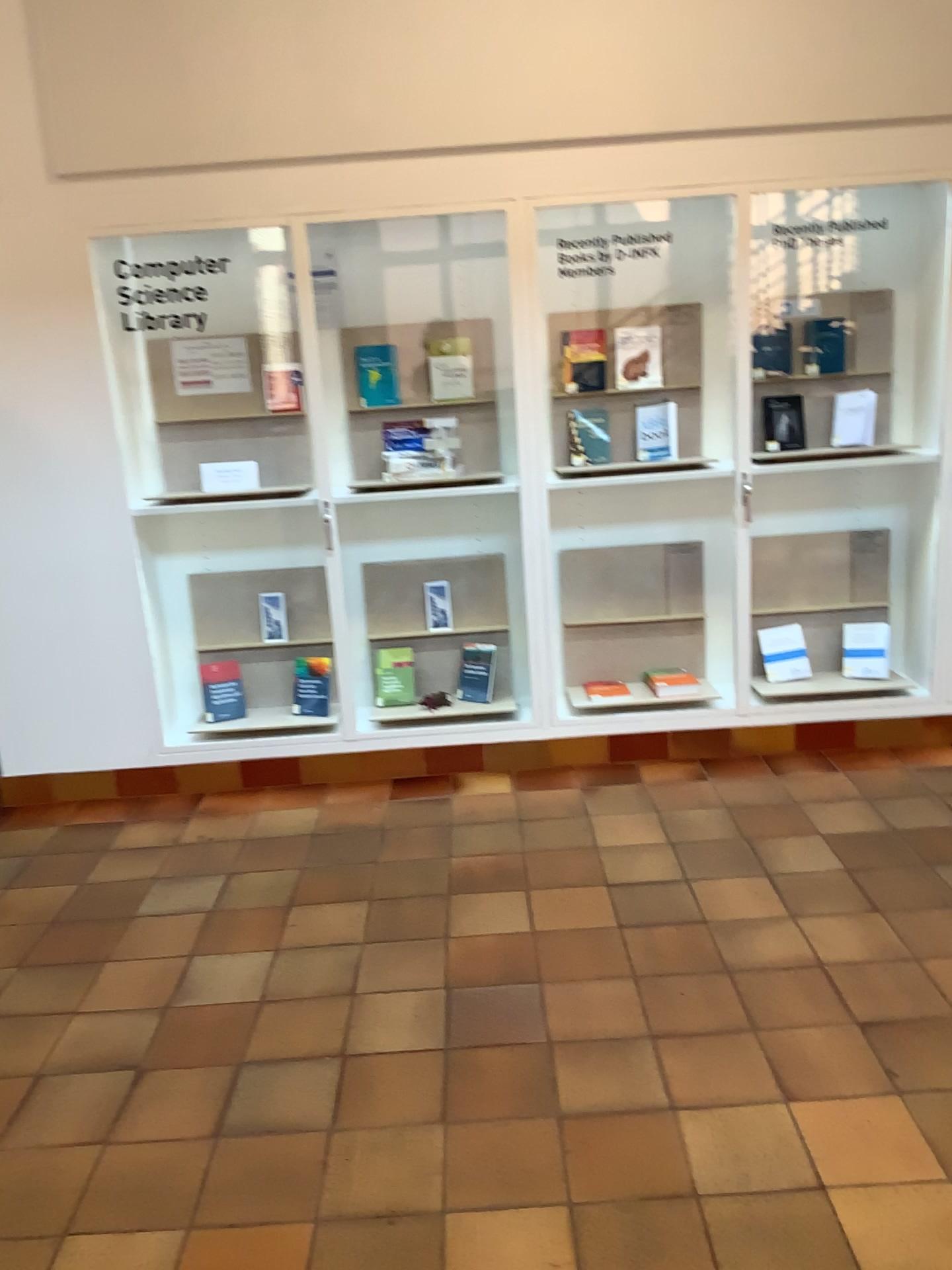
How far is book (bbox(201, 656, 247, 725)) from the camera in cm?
450

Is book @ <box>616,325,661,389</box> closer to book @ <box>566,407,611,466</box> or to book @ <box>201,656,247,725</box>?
book @ <box>566,407,611,466</box>

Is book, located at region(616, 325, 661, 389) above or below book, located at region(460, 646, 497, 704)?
above

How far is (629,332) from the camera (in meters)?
4.23

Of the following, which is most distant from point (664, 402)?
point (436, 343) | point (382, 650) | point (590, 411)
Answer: point (382, 650)

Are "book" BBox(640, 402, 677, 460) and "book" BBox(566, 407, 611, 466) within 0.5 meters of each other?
yes

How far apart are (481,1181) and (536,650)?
2.3 meters

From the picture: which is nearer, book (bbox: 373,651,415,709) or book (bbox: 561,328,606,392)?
book (bbox: 561,328,606,392)

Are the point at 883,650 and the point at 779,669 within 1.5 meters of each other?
yes

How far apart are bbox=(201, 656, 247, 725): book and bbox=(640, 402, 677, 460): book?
2.0m
